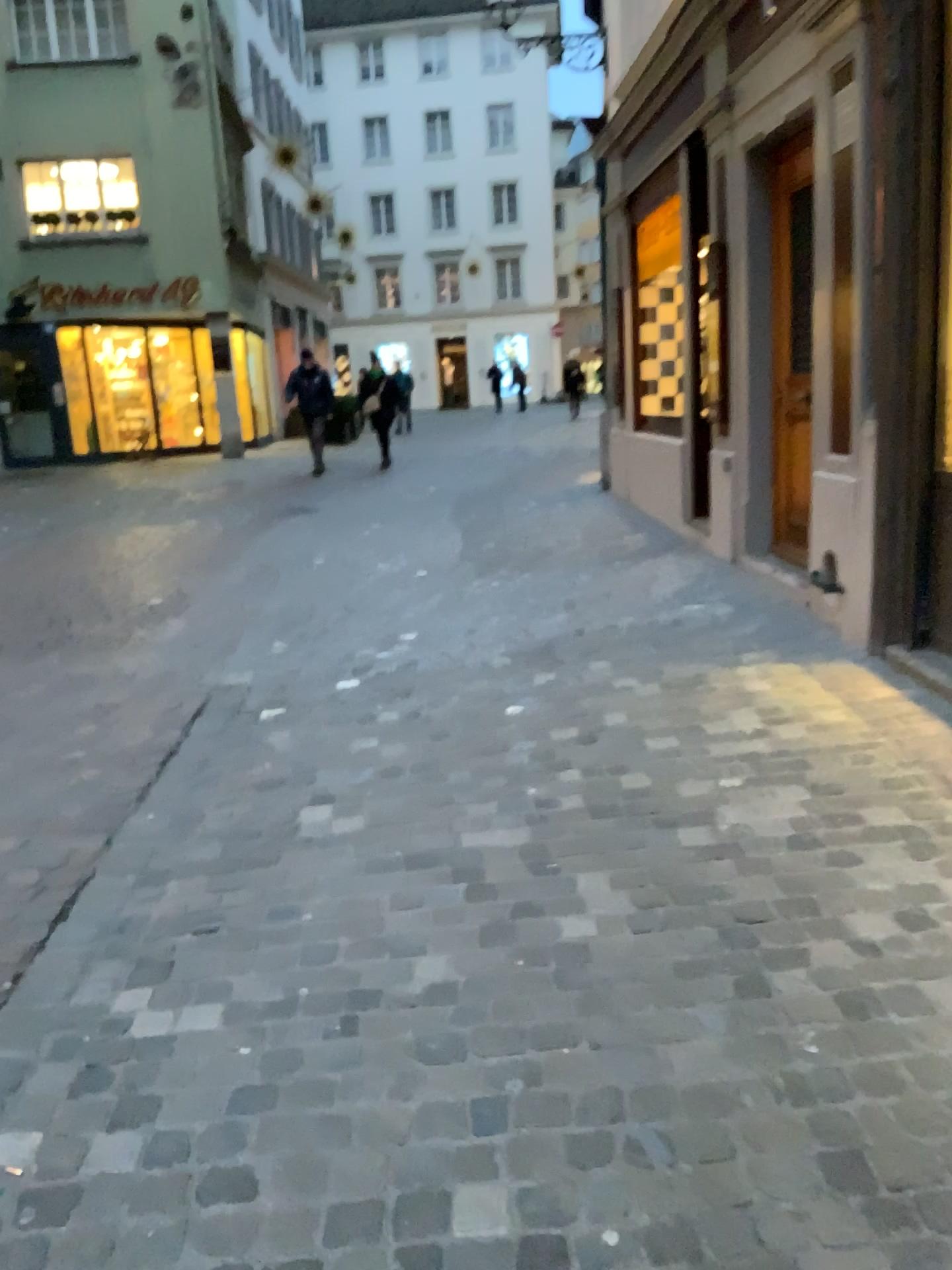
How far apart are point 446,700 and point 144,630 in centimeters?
199cm
